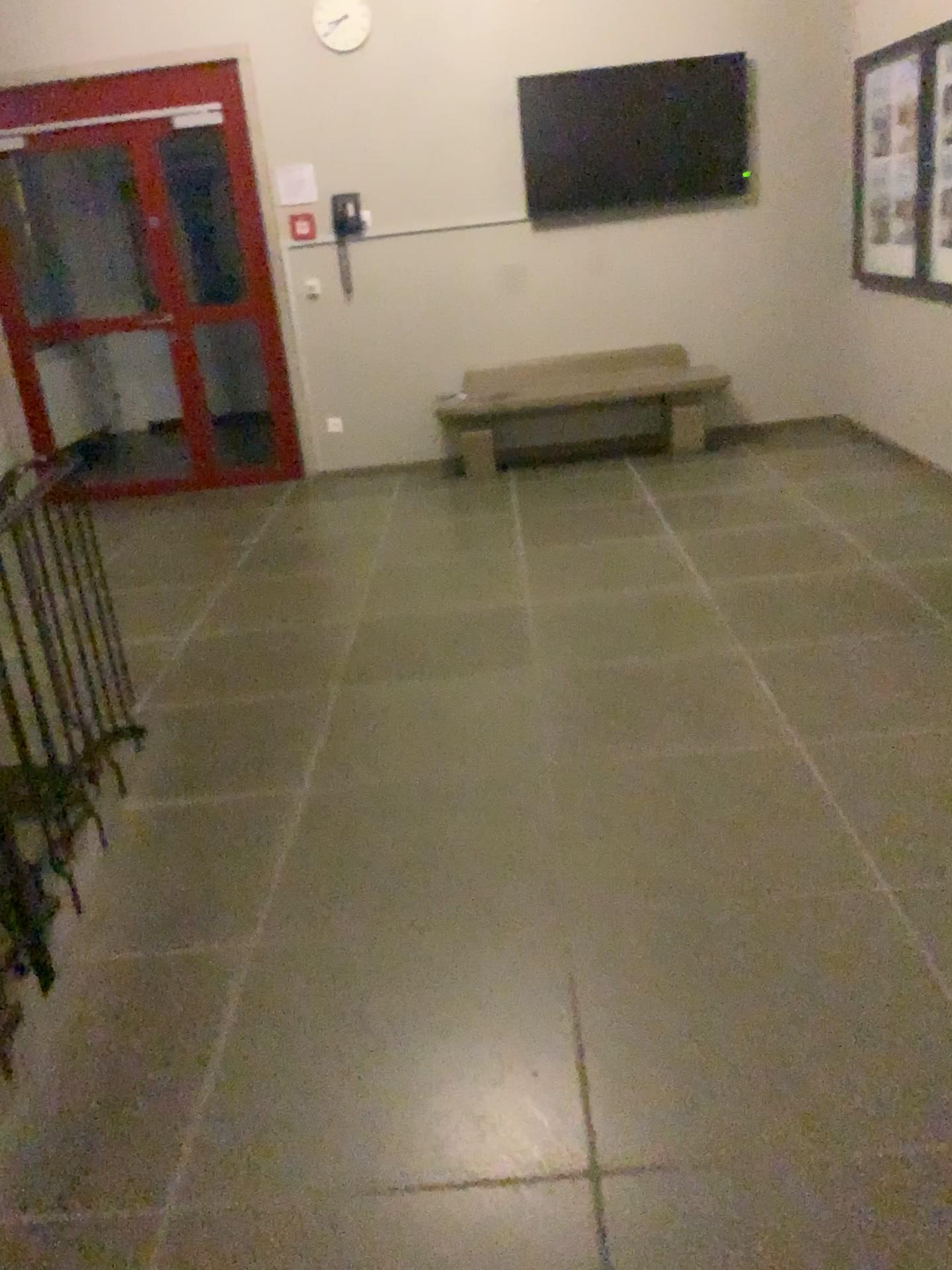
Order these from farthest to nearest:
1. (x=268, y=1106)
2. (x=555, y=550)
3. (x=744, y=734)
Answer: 1. (x=555, y=550)
2. (x=744, y=734)
3. (x=268, y=1106)
